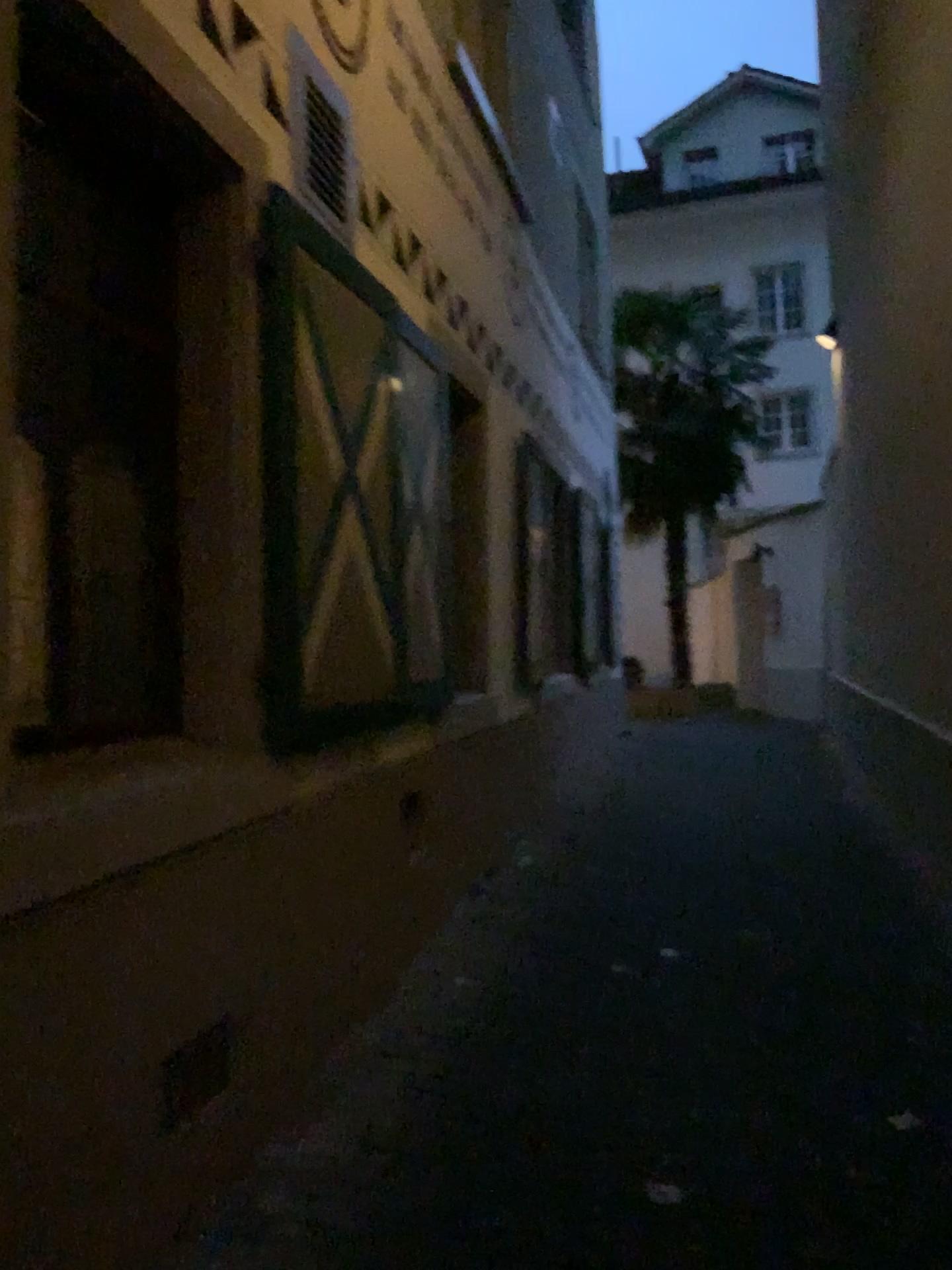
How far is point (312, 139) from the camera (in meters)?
3.26

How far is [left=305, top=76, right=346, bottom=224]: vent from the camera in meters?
3.3 m

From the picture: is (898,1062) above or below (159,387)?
below
